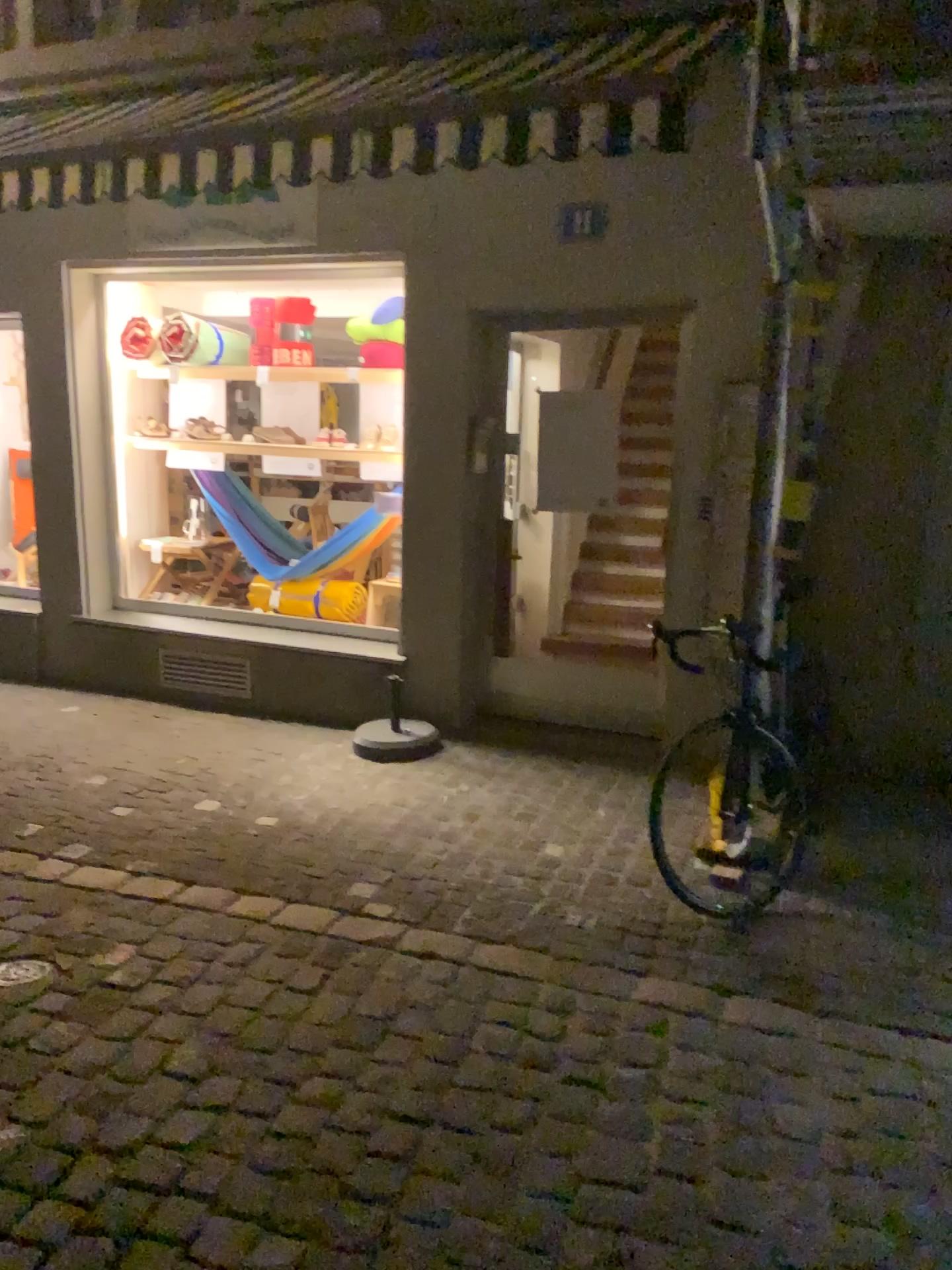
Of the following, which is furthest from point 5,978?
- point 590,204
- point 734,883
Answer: point 590,204

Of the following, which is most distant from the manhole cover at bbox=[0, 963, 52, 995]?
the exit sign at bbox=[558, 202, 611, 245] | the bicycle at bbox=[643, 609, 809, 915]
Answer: the exit sign at bbox=[558, 202, 611, 245]

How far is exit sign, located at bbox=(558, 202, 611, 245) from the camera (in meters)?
4.67

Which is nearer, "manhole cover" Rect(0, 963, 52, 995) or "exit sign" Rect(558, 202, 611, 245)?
"manhole cover" Rect(0, 963, 52, 995)

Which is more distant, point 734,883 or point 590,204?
point 590,204

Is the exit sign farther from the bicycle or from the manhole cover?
the manhole cover

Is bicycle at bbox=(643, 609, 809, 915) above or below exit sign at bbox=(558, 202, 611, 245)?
below

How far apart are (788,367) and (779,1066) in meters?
2.7

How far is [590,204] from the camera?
4.7m

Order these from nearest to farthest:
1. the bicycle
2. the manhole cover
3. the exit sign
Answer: the manhole cover → the bicycle → the exit sign
